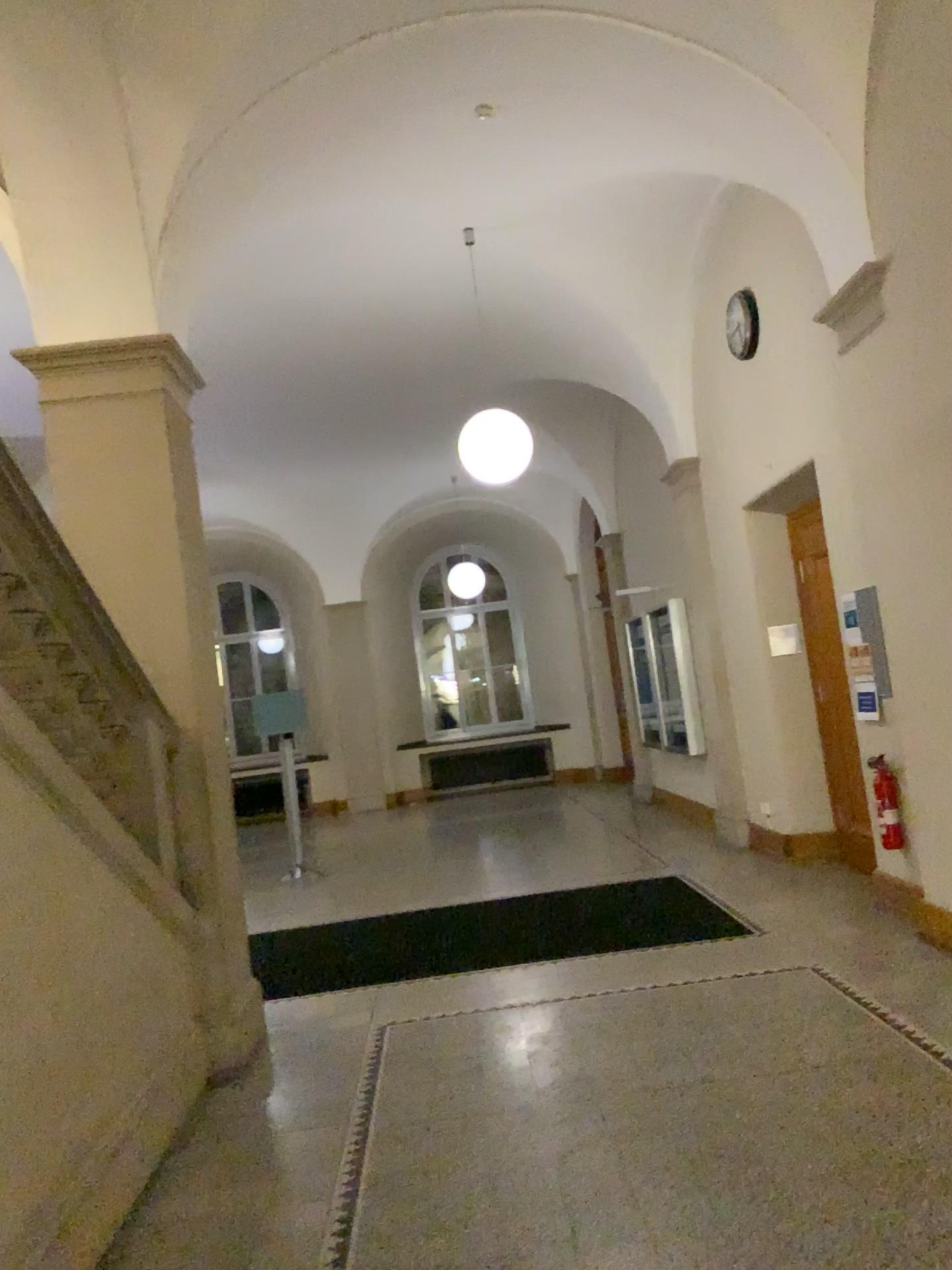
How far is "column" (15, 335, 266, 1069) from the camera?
4.7 meters

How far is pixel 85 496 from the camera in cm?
468

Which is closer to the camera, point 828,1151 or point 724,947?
point 828,1151
